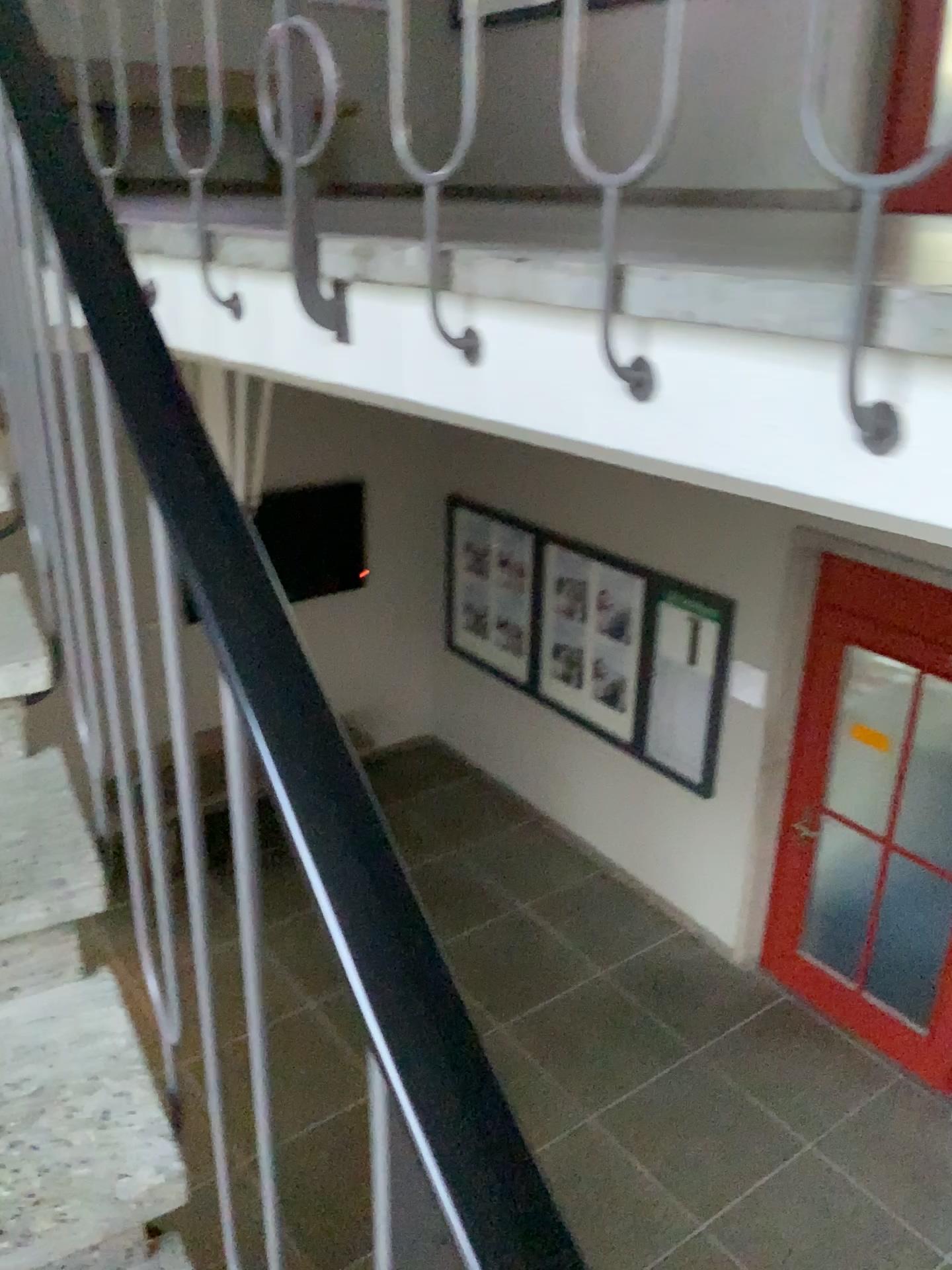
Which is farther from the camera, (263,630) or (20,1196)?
(20,1196)

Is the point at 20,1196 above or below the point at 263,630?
below

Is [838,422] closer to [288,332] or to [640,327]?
[640,327]

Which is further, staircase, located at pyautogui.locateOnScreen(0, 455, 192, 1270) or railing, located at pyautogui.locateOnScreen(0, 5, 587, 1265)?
staircase, located at pyautogui.locateOnScreen(0, 455, 192, 1270)
